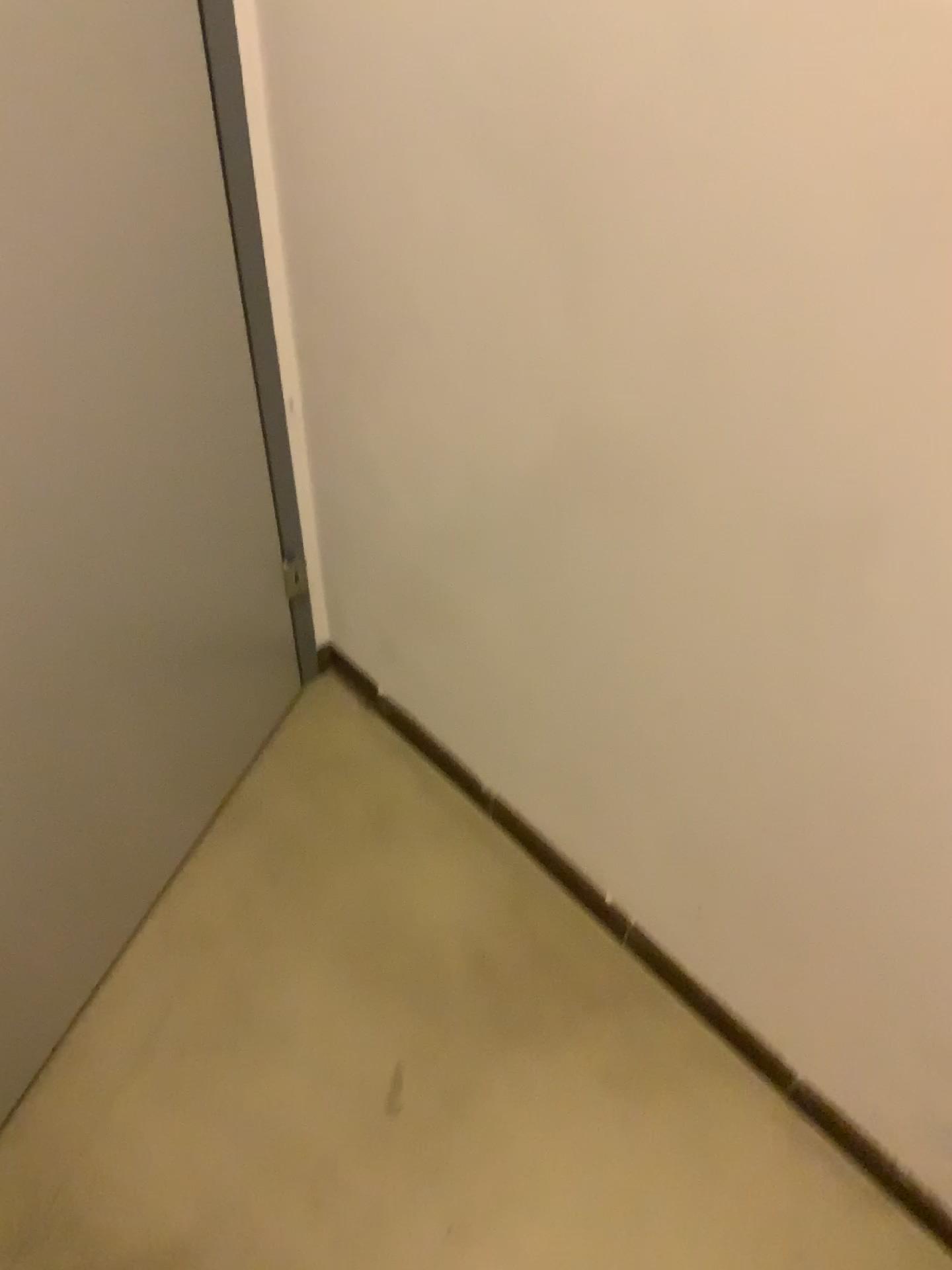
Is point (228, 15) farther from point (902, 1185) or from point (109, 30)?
point (902, 1185)

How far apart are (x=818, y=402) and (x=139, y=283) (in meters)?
0.62

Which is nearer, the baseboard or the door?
the door

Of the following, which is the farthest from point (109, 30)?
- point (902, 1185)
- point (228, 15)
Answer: point (902, 1185)

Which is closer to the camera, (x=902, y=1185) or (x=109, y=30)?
(x=109, y=30)
